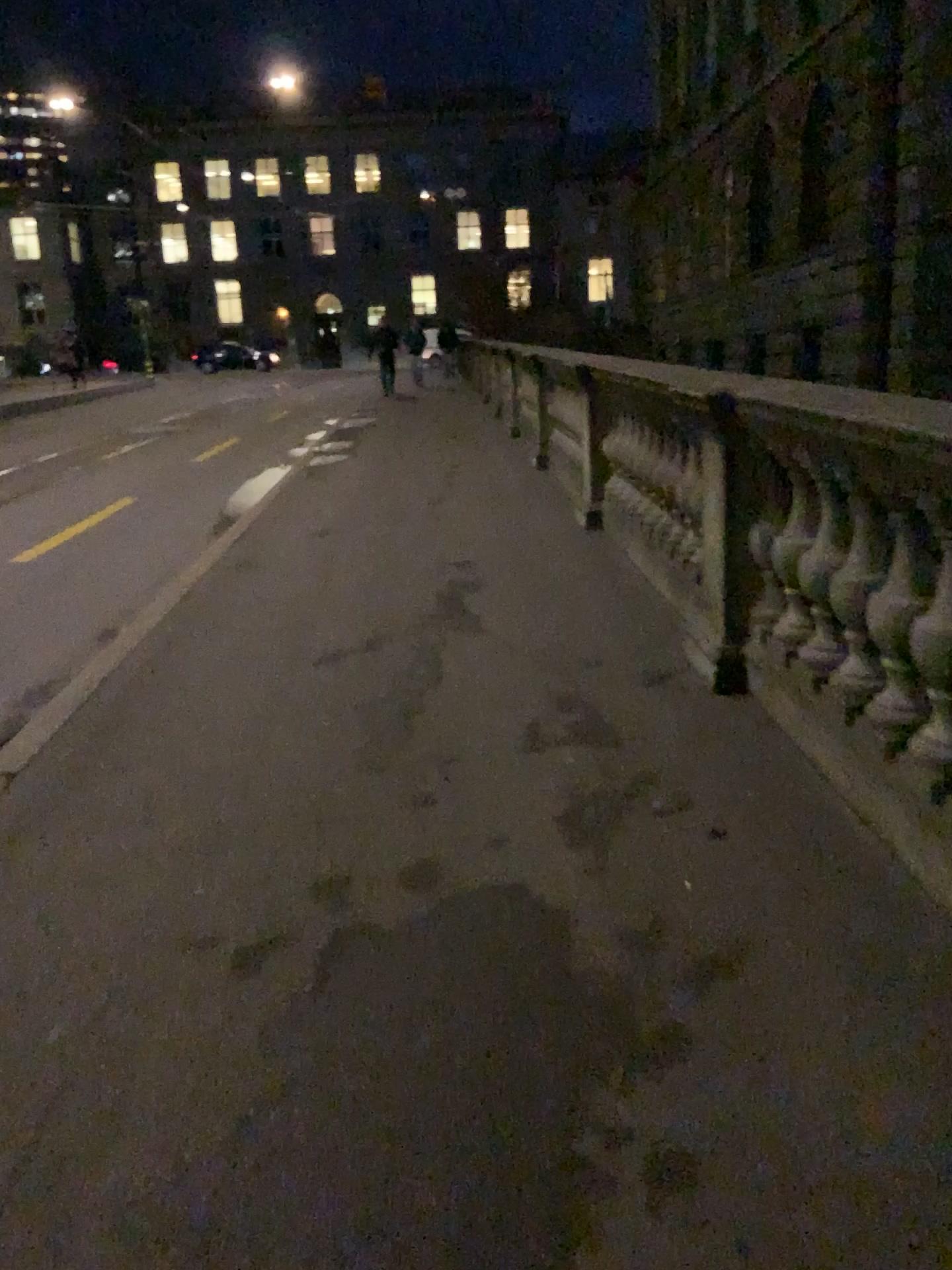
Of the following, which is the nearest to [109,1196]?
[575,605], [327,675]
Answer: [327,675]
